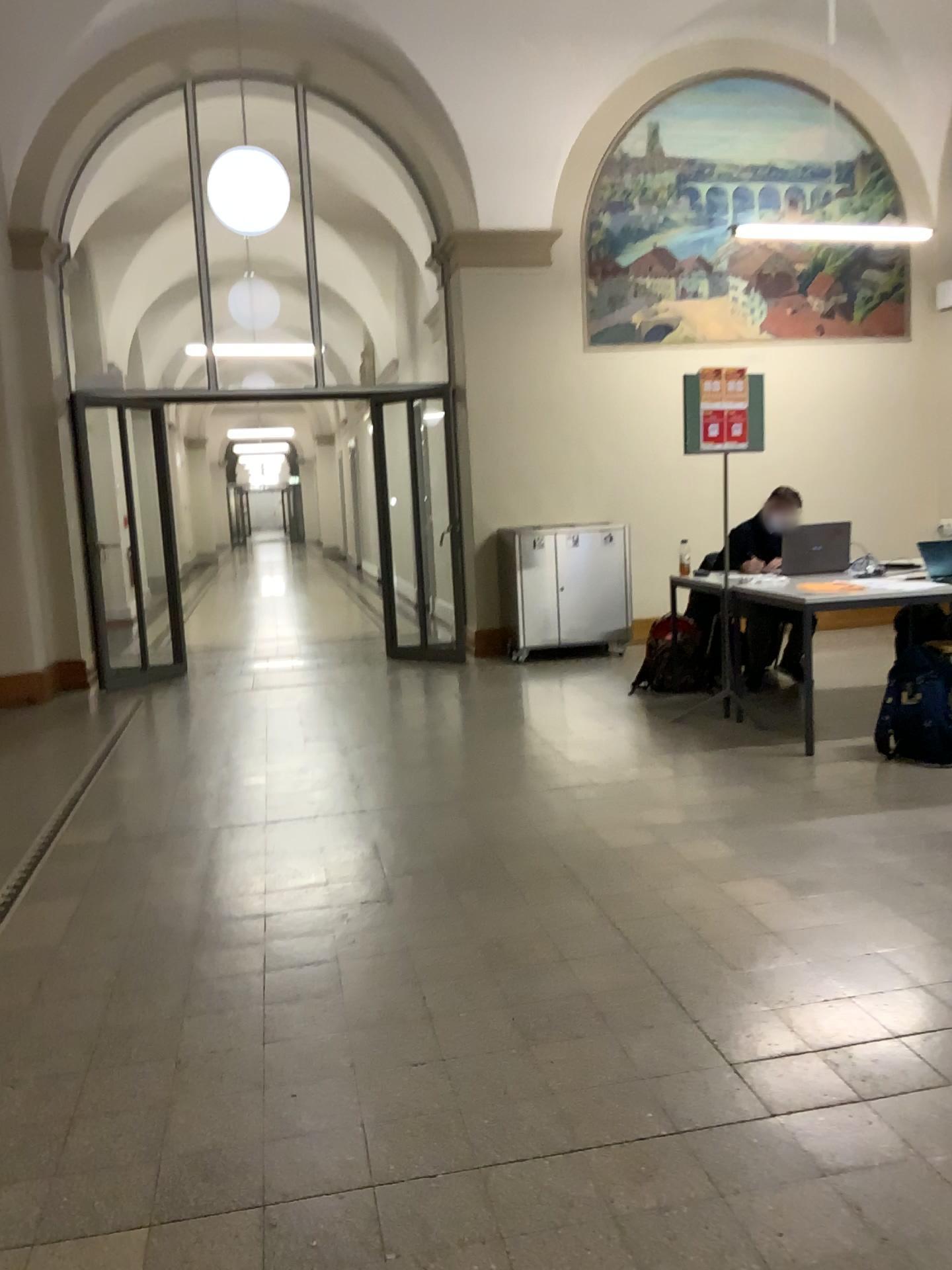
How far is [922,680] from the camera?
4.4m

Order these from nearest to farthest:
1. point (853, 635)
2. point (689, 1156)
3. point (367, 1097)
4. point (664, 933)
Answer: point (689, 1156)
point (367, 1097)
point (664, 933)
point (853, 635)

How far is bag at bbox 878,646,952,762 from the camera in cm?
441
